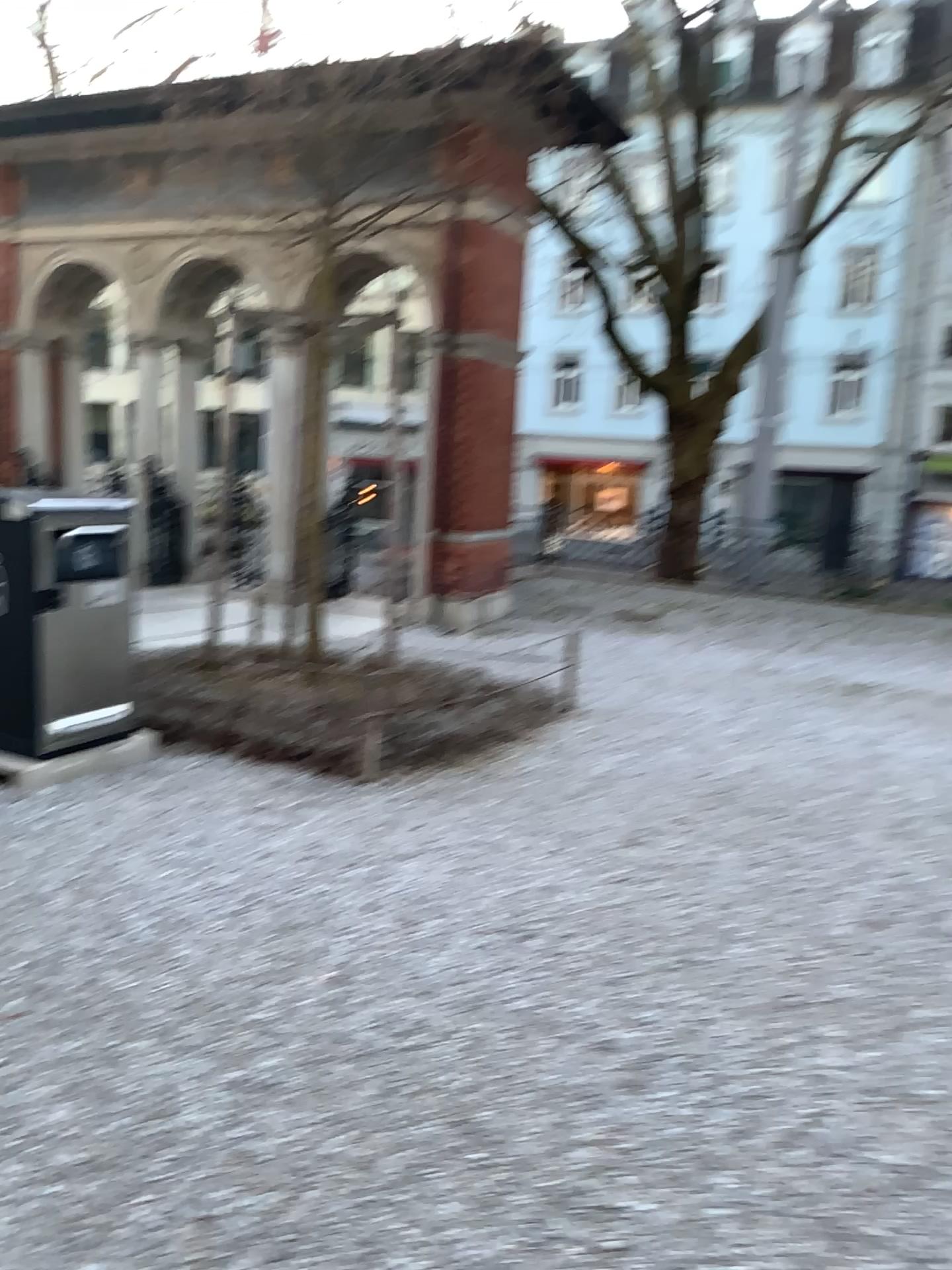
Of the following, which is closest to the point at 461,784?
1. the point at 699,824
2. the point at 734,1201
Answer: the point at 699,824
